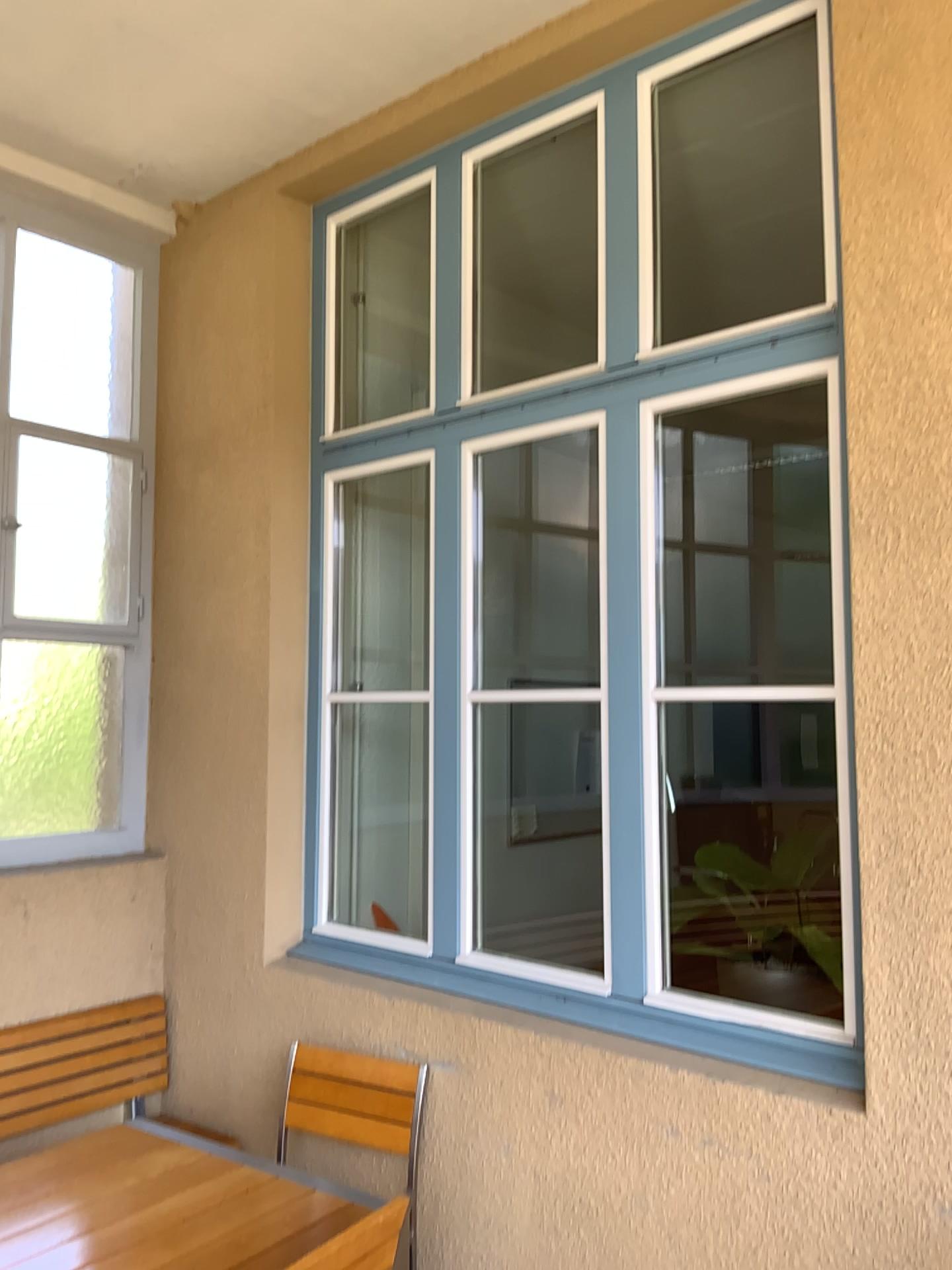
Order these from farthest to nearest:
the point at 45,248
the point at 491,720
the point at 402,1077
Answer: the point at 491,720, the point at 45,248, the point at 402,1077

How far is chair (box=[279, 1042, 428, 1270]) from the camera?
2.84m

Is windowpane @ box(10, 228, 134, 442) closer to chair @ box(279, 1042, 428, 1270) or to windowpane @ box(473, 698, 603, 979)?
windowpane @ box(473, 698, 603, 979)

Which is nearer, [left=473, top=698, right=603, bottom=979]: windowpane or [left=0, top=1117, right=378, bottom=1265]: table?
[left=0, top=1117, right=378, bottom=1265]: table

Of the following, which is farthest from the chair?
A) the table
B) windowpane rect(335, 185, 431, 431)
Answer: windowpane rect(335, 185, 431, 431)

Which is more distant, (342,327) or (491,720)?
(491,720)

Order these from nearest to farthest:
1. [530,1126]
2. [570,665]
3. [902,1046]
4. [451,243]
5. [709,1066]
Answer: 1. [902,1046]
2. [709,1066]
3. [530,1126]
4. [451,243]
5. [570,665]

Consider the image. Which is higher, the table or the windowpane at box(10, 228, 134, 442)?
the windowpane at box(10, 228, 134, 442)

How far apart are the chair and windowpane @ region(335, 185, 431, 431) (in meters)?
2.12

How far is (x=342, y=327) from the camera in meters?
3.9 m
